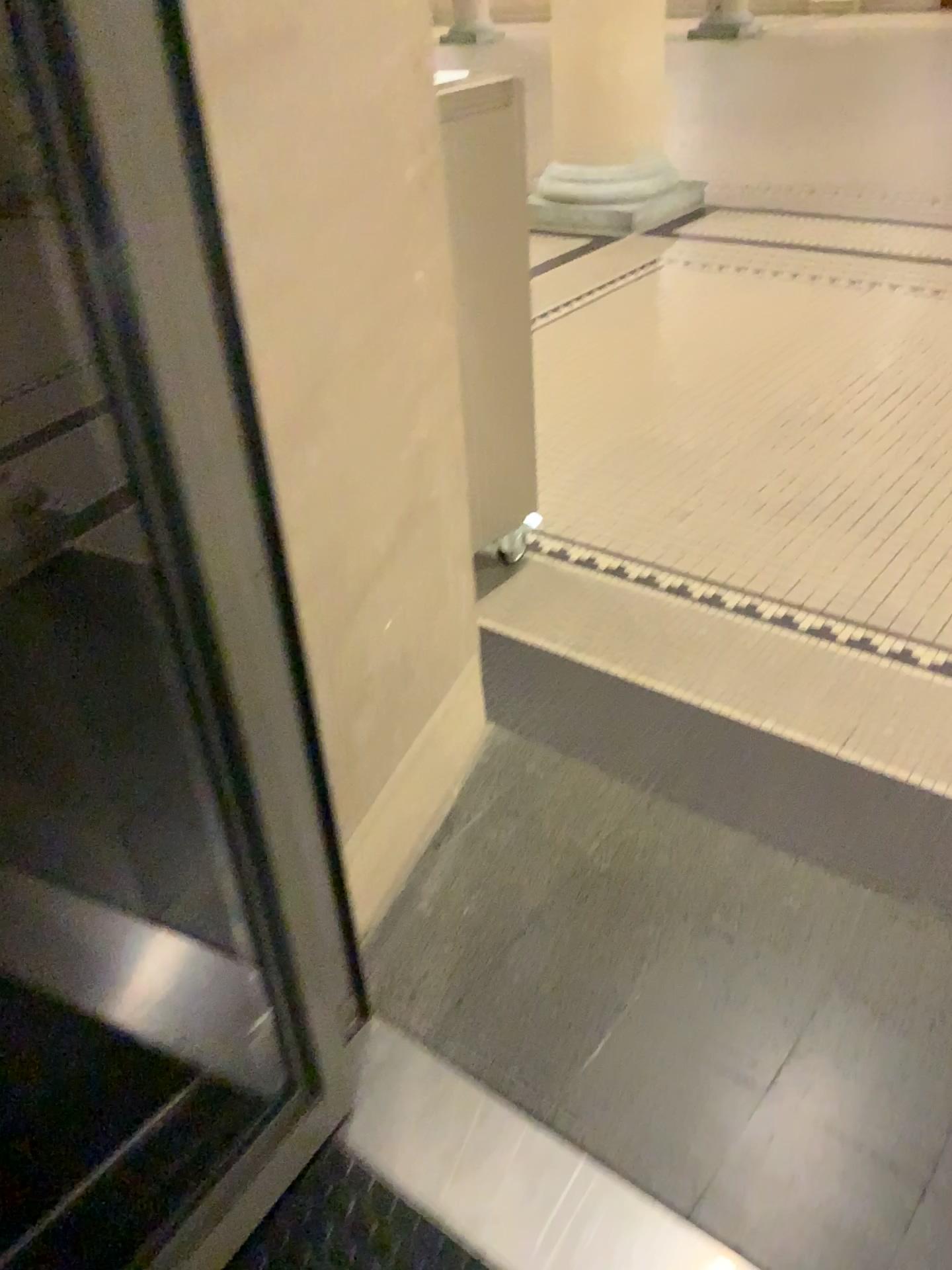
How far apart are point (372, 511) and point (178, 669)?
0.54m
